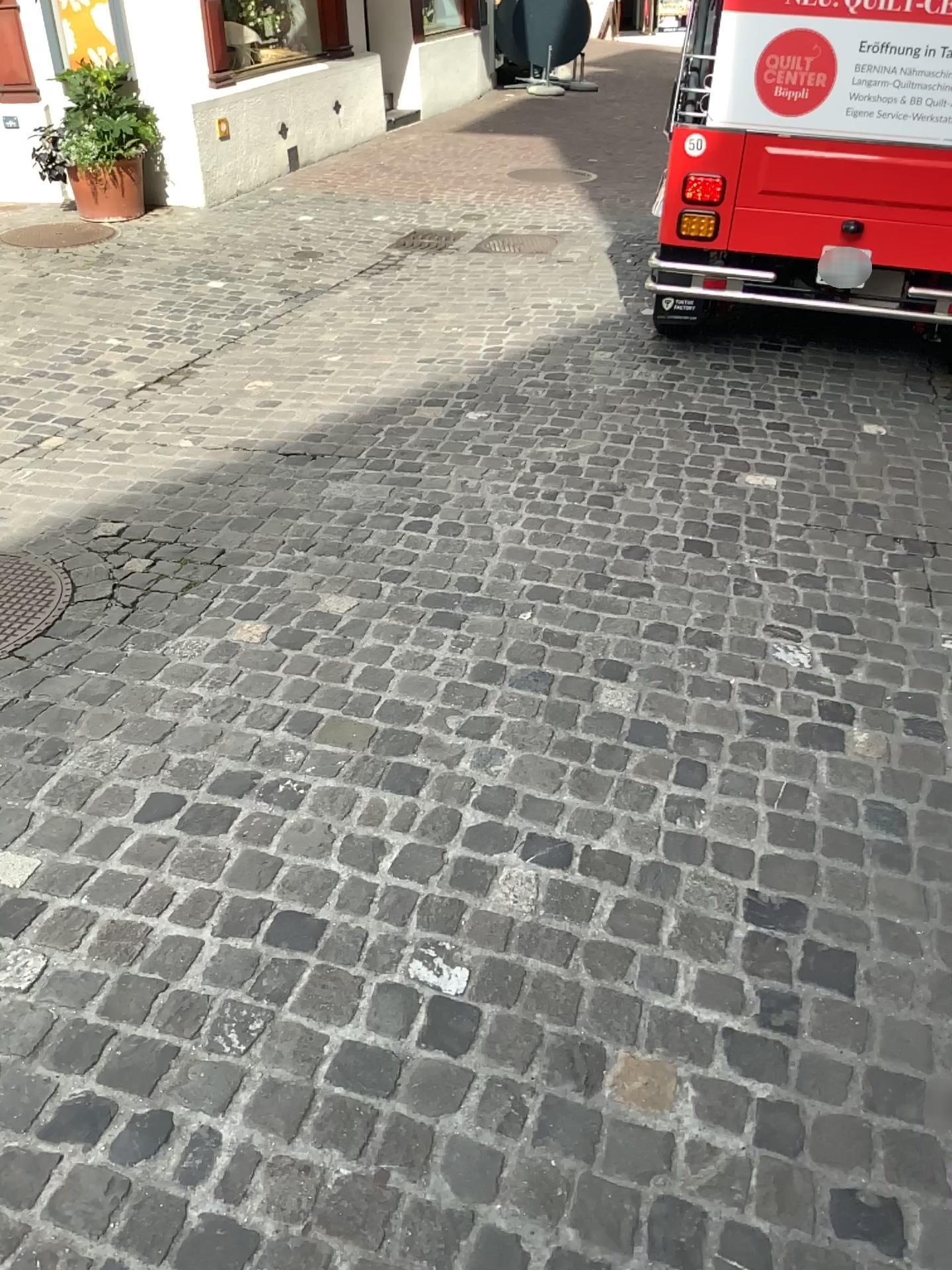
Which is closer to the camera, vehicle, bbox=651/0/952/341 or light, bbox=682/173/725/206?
vehicle, bbox=651/0/952/341

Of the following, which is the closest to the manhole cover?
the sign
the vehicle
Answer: the vehicle

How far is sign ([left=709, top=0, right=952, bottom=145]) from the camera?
3.7m

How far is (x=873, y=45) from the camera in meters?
3.7

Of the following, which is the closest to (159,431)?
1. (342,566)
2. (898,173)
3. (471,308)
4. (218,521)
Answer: (218,521)

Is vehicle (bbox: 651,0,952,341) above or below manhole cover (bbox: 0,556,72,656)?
above

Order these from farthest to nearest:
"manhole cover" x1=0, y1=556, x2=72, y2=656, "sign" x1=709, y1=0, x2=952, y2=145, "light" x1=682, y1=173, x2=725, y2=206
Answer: "light" x1=682, y1=173, x2=725, y2=206
"sign" x1=709, y1=0, x2=952, y2=145
"manhole cover" x1=0, y1=556, x2=72, y2=656

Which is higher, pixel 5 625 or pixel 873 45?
pixel 873 45

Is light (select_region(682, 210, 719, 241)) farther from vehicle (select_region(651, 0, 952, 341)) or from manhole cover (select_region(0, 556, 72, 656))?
manhole cover (select_region(0, 556, 72, 656))

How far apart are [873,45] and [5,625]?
3.50m
